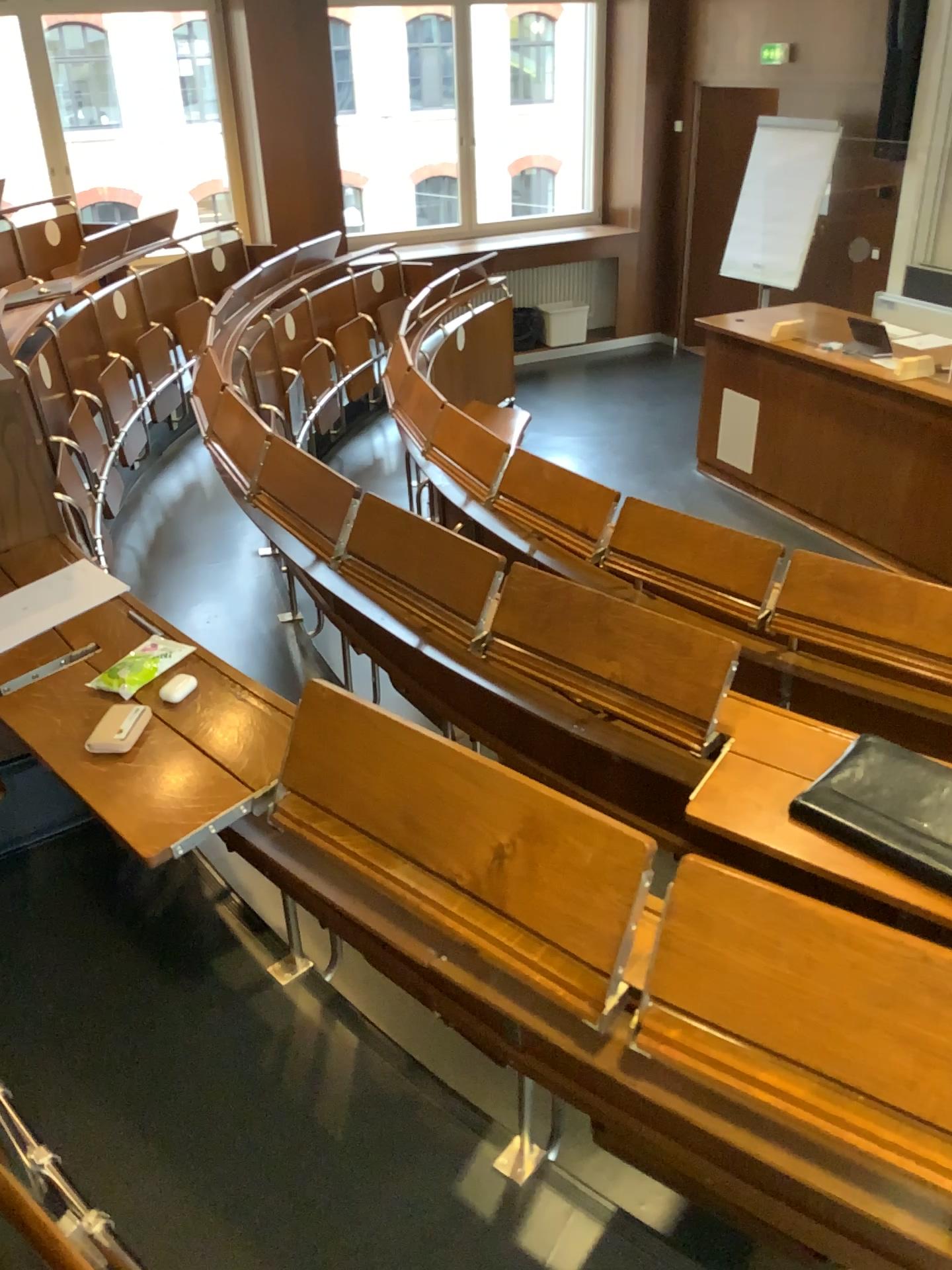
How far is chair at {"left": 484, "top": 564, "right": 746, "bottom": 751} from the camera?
2.0 meters

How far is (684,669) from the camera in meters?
2.0 m

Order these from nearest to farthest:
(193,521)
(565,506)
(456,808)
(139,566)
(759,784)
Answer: (456,808) → (759,784) → (565,506) → (139,566) → (193,521)
